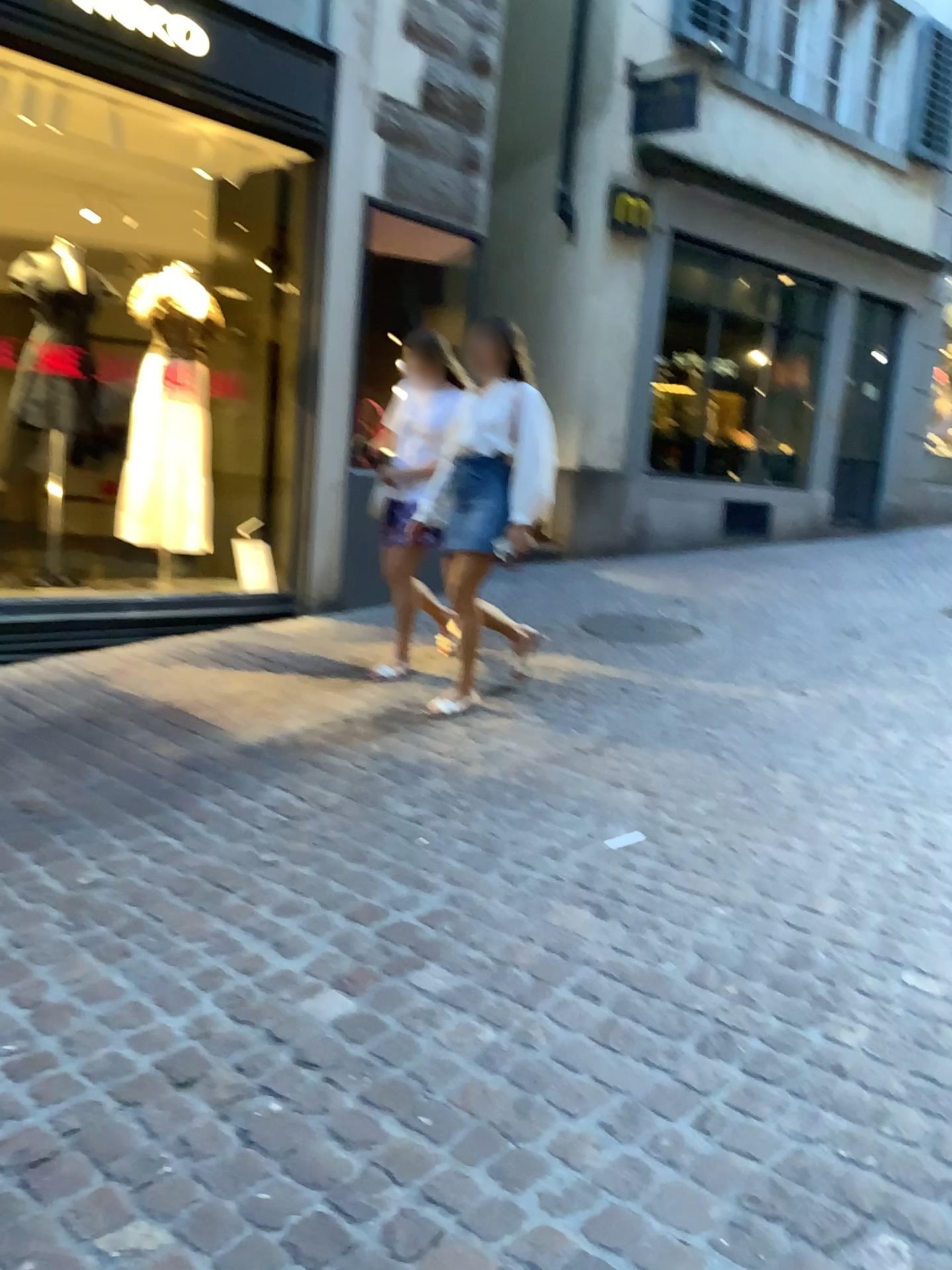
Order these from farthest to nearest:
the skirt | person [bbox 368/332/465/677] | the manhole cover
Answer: the manhole cover, person [bbox 368/332/465/677], the skirt

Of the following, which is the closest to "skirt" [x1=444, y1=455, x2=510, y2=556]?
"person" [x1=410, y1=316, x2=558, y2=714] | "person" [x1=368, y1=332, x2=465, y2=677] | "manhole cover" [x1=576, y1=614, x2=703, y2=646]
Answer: "person" [x1=410, y1=316, x2=558, y2=714]

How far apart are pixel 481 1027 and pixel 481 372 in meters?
2.9 m

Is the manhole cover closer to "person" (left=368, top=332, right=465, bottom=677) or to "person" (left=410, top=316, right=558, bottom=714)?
"person" (left=368, top=332, right=465, bottom=677)

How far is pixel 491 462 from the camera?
4.2 meters

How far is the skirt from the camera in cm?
422

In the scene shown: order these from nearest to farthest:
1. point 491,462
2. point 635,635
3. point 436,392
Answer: point 491,462, point 436,392, point 635,635

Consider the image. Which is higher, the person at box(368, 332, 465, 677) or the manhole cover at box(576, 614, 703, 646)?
the person at box(368, 332, 465, 677)

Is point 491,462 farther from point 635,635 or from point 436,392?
point 635,635

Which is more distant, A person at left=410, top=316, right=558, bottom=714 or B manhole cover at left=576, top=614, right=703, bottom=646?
B manhole cover at left=576, top=614, right=703, bottom=646
